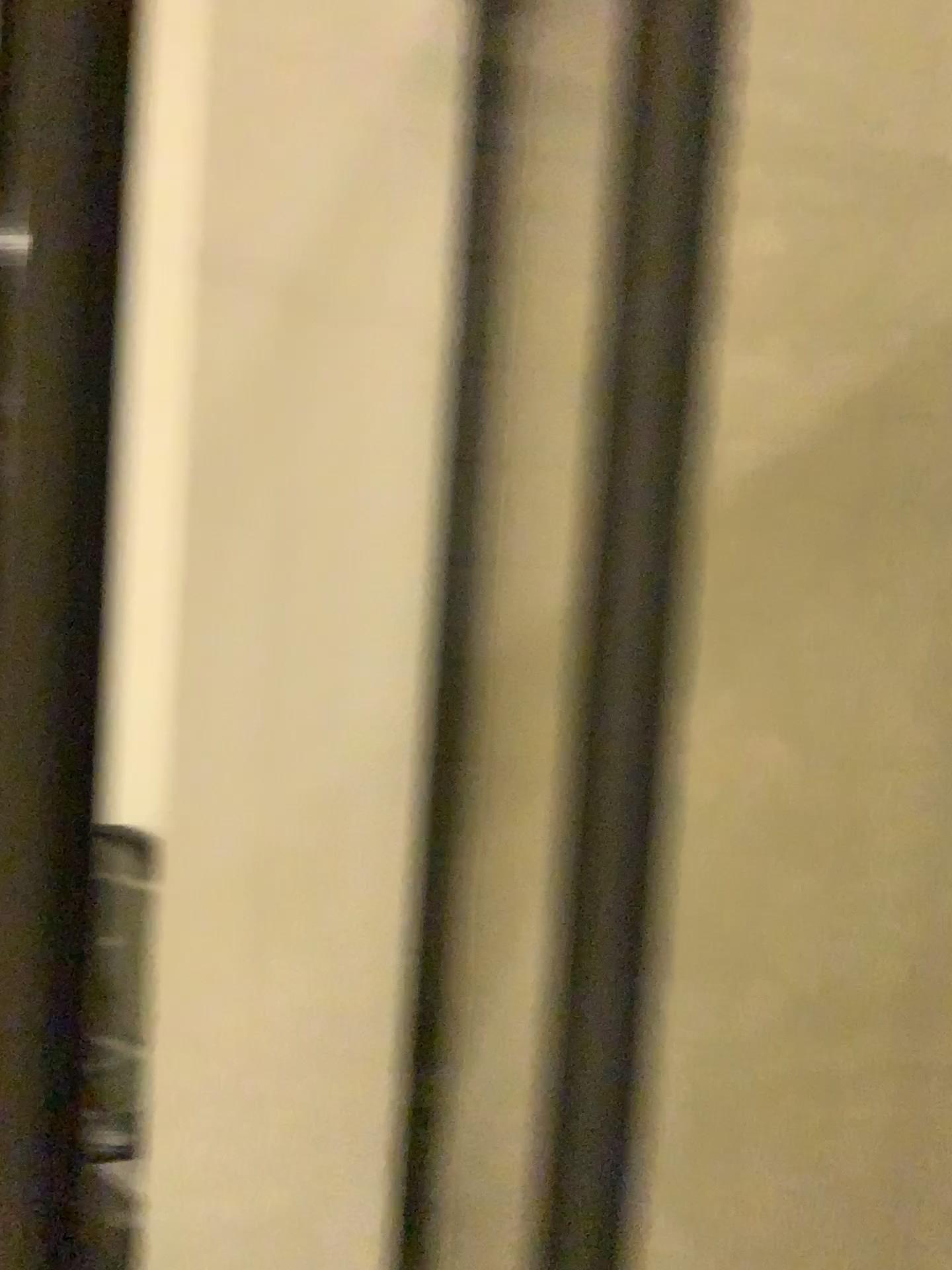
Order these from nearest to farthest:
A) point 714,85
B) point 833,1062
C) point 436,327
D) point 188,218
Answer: point 714,85
point 833,1062
point 436,327
point 188,218
